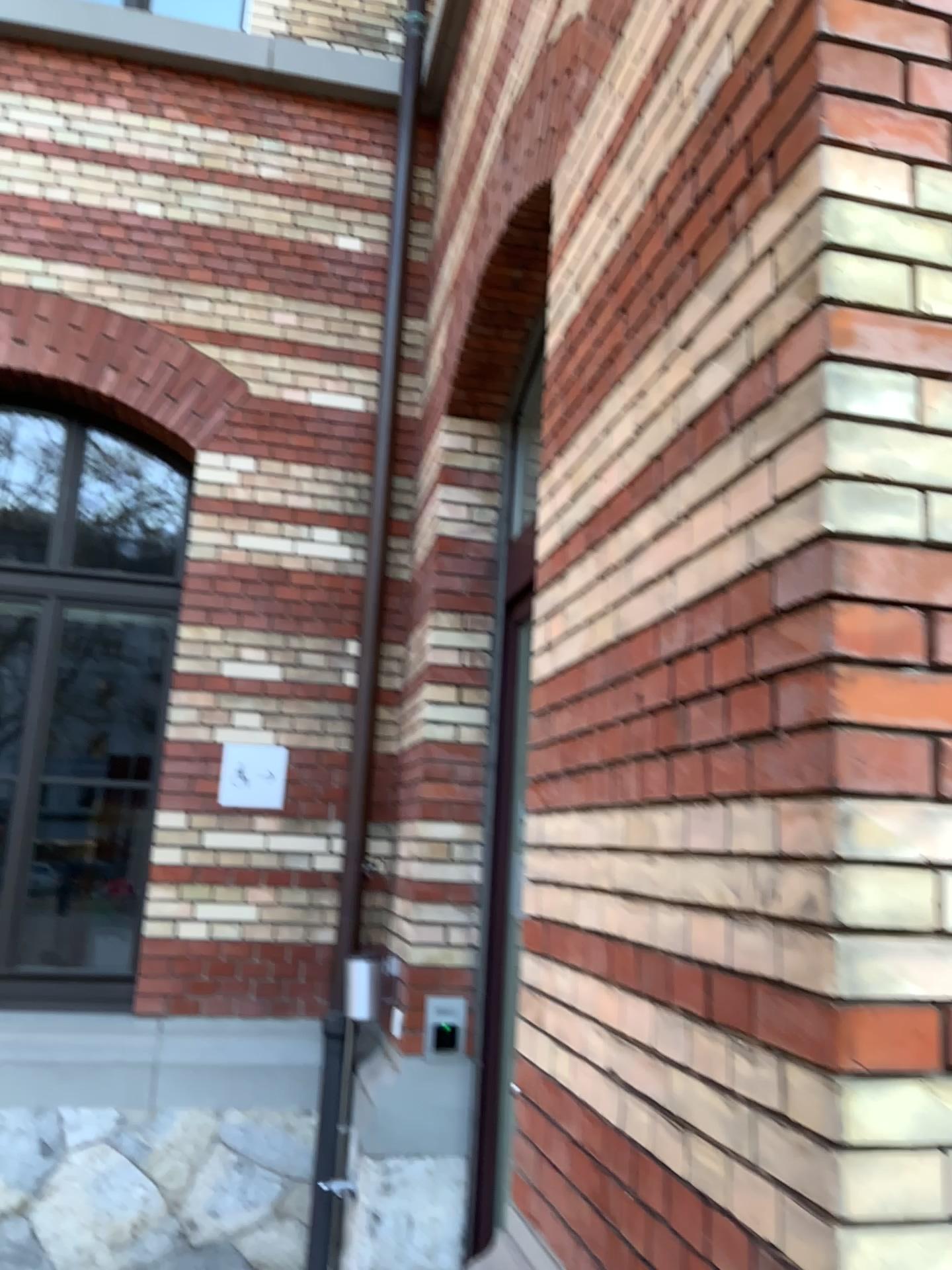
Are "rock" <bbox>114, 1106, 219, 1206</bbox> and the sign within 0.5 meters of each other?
no

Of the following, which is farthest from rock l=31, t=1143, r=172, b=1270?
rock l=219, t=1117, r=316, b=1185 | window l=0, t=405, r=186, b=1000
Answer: window l=0, t=405, r=186, b=1000

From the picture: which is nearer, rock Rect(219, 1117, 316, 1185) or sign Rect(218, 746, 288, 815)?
rock Rect(219, 1117, 316, 1185)

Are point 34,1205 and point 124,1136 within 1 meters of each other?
yes

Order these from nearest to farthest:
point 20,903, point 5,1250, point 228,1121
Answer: point 5,1250 < point 228,1121 < point 20,903

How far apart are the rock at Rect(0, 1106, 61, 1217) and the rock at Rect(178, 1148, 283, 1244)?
0.5 meters

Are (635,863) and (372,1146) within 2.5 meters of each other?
no

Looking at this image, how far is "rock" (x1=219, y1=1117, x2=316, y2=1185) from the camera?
4.0m

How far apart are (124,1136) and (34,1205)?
0.4m

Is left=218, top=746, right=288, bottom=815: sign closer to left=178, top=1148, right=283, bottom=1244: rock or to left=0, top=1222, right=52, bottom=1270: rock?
left=178, top=1148, right=283, bottom=1244: rock
